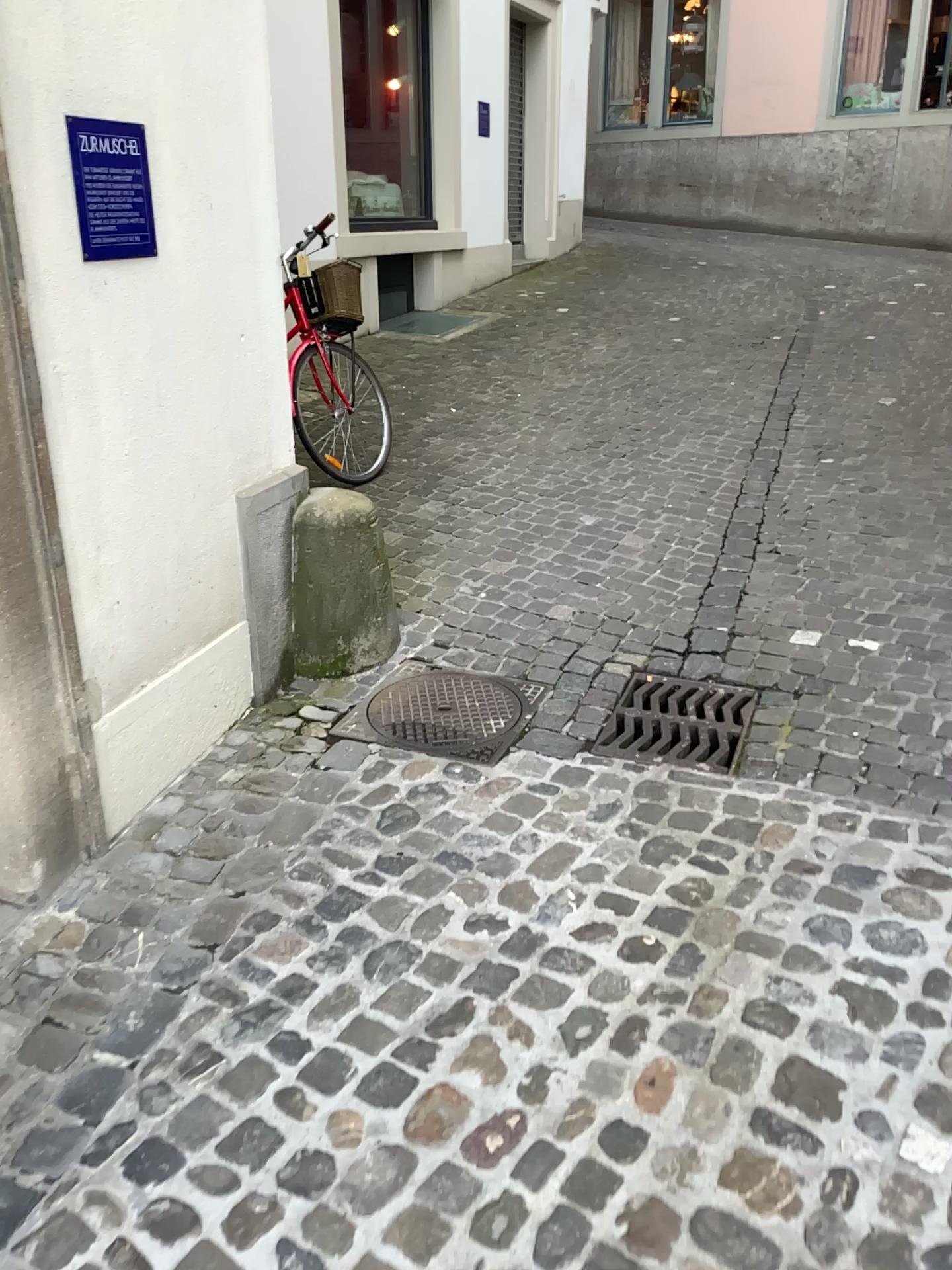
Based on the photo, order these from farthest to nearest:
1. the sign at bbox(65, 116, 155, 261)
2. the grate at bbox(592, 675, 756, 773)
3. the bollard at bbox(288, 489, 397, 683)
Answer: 1. the bollard at bbox(288, 489, 397, 683)
2. the grate at bbox(592, 675, 756, 773)
3. the sign at bbox(65, 116, 155, 261)

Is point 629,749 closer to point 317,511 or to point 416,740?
point 416,740

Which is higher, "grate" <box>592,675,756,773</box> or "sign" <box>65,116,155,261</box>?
"sign" <box>65,116,155,261</box>

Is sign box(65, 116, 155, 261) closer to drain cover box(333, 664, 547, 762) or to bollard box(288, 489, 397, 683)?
bollard box(288, 489, 397, 683)

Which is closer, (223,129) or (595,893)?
(595,893)

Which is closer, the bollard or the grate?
the grate

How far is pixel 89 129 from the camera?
2.19m

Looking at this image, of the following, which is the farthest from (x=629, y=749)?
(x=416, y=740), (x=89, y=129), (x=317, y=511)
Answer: (x=89, y=129)

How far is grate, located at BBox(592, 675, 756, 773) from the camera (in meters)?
2.94

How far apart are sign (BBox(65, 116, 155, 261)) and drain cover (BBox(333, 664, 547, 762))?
1.4 meters
